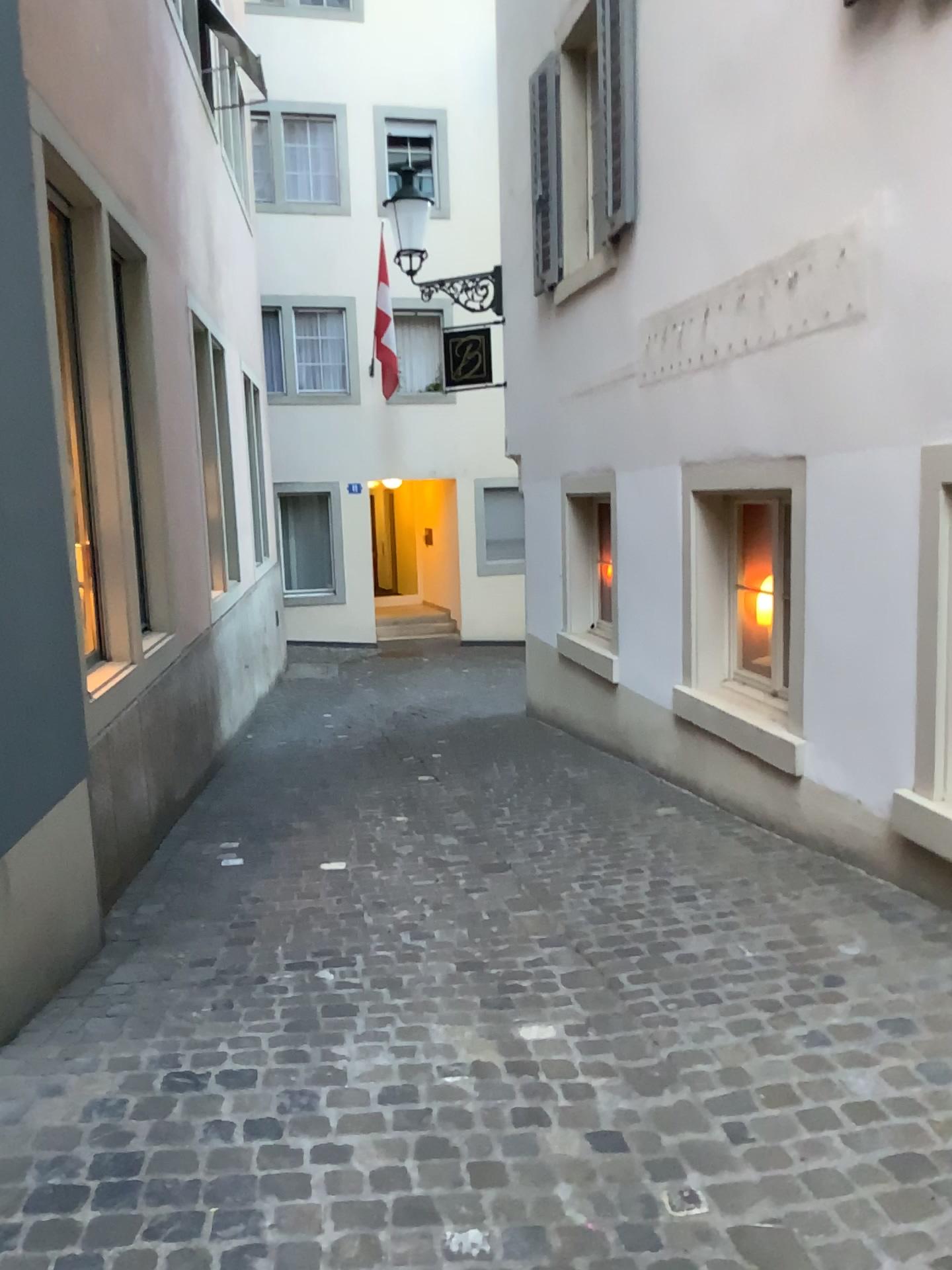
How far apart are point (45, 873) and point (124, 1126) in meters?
0.9
